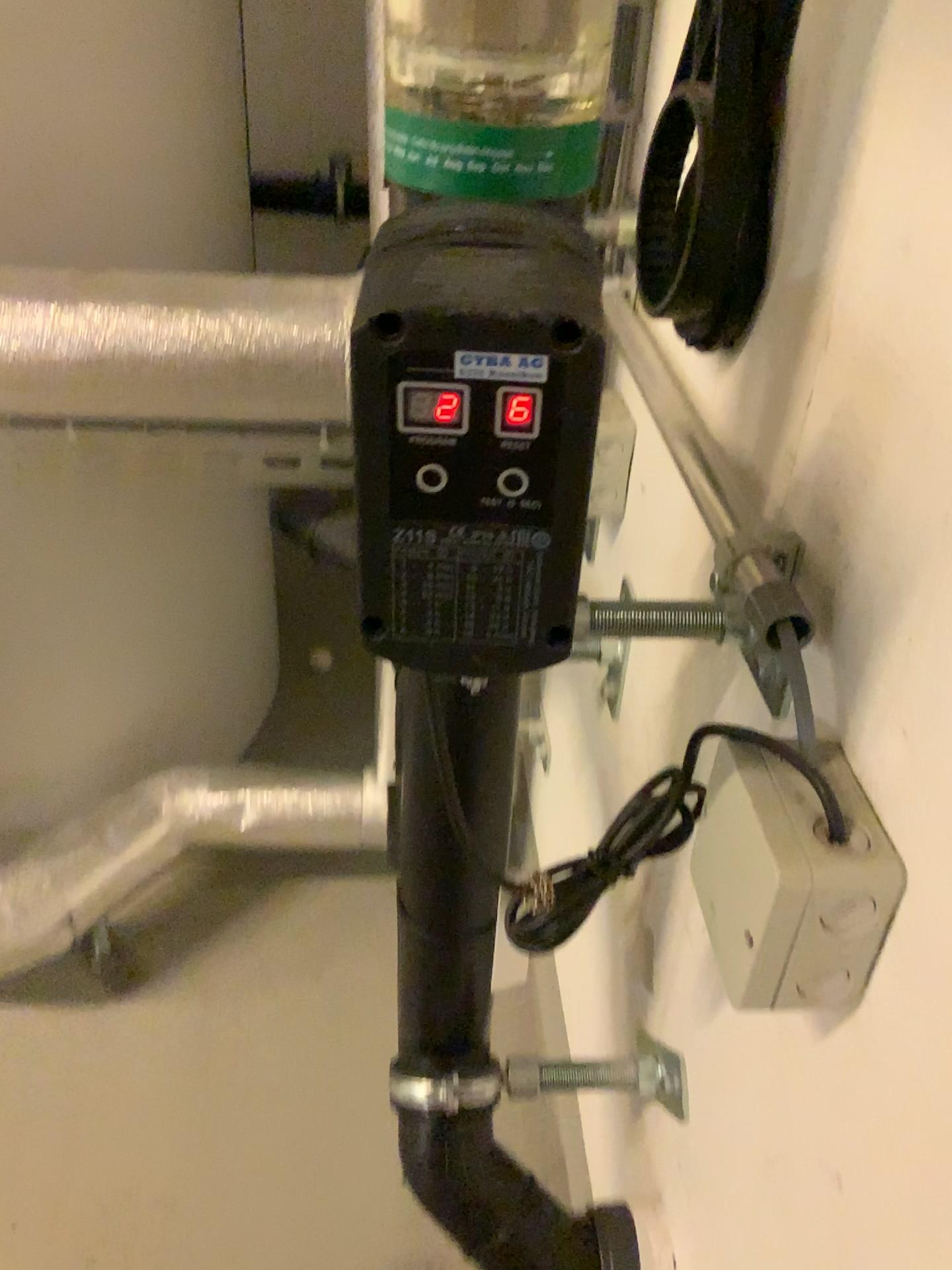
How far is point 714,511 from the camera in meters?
0.5

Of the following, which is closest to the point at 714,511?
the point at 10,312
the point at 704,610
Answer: the point at 704,610

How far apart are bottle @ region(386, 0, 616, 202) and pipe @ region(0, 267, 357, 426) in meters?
0.4

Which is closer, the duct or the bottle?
the bottle

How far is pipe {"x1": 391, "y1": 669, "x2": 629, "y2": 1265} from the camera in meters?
0.5

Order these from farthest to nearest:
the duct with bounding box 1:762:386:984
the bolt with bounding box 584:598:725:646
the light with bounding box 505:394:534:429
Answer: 1. the duct with bounding box 1:762:386:984
2. the bolt with bounding box 584:598:725:646
3. the light with bounding box 505:394:534:429

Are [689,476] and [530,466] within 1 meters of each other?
yes

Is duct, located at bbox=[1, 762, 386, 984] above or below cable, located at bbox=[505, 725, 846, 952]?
below

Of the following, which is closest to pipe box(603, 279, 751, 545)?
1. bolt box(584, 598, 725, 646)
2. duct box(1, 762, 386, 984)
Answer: bolt box(584, 598, 725, 646)

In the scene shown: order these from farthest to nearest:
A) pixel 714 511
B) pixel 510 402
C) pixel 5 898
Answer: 1. pixel 5 898
2. pixel 714 511
3. pixel 510 402
